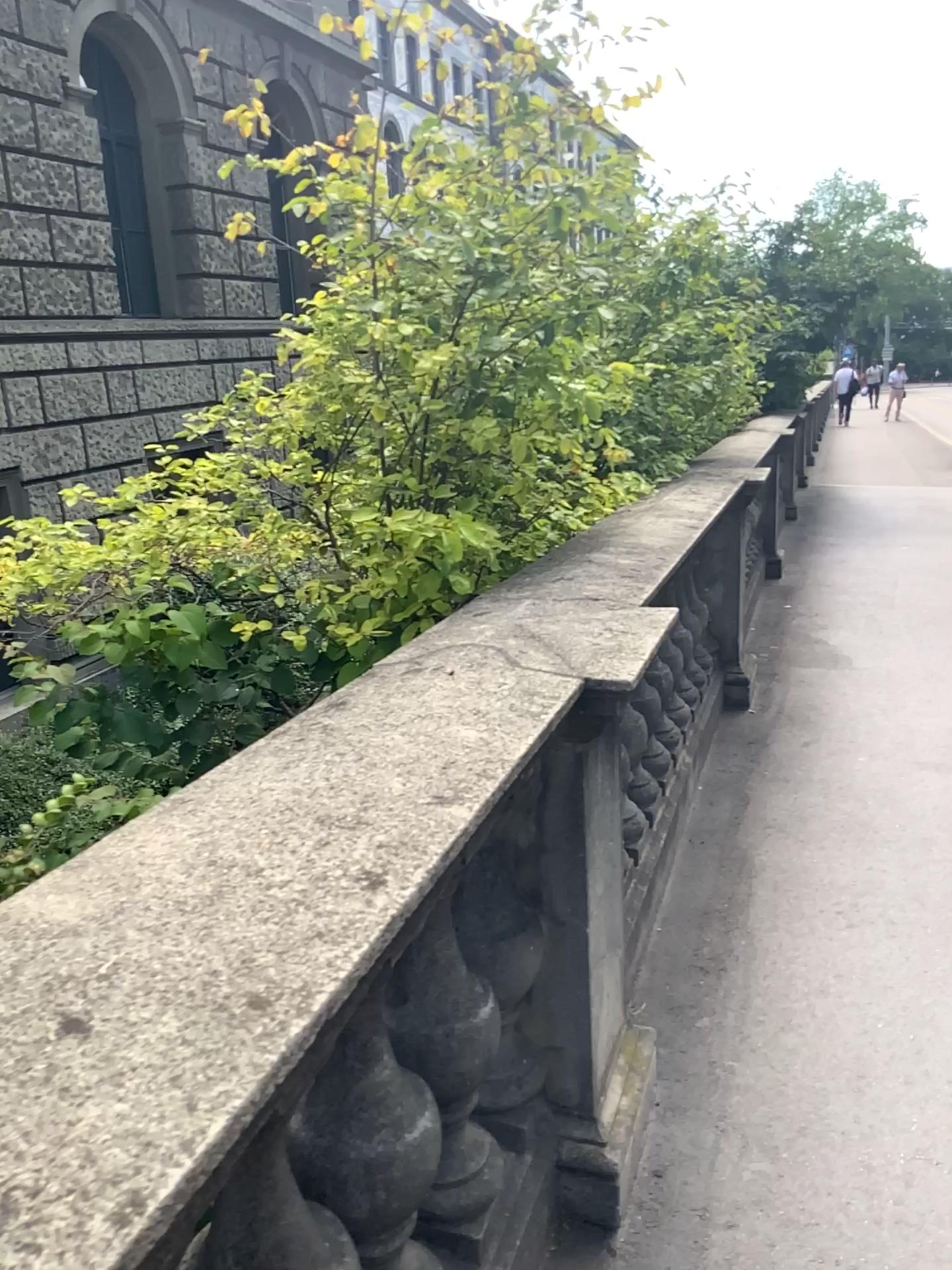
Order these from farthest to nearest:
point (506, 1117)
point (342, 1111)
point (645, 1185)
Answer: point (645, 1185), point (506, 1117), point (342, 1111)
